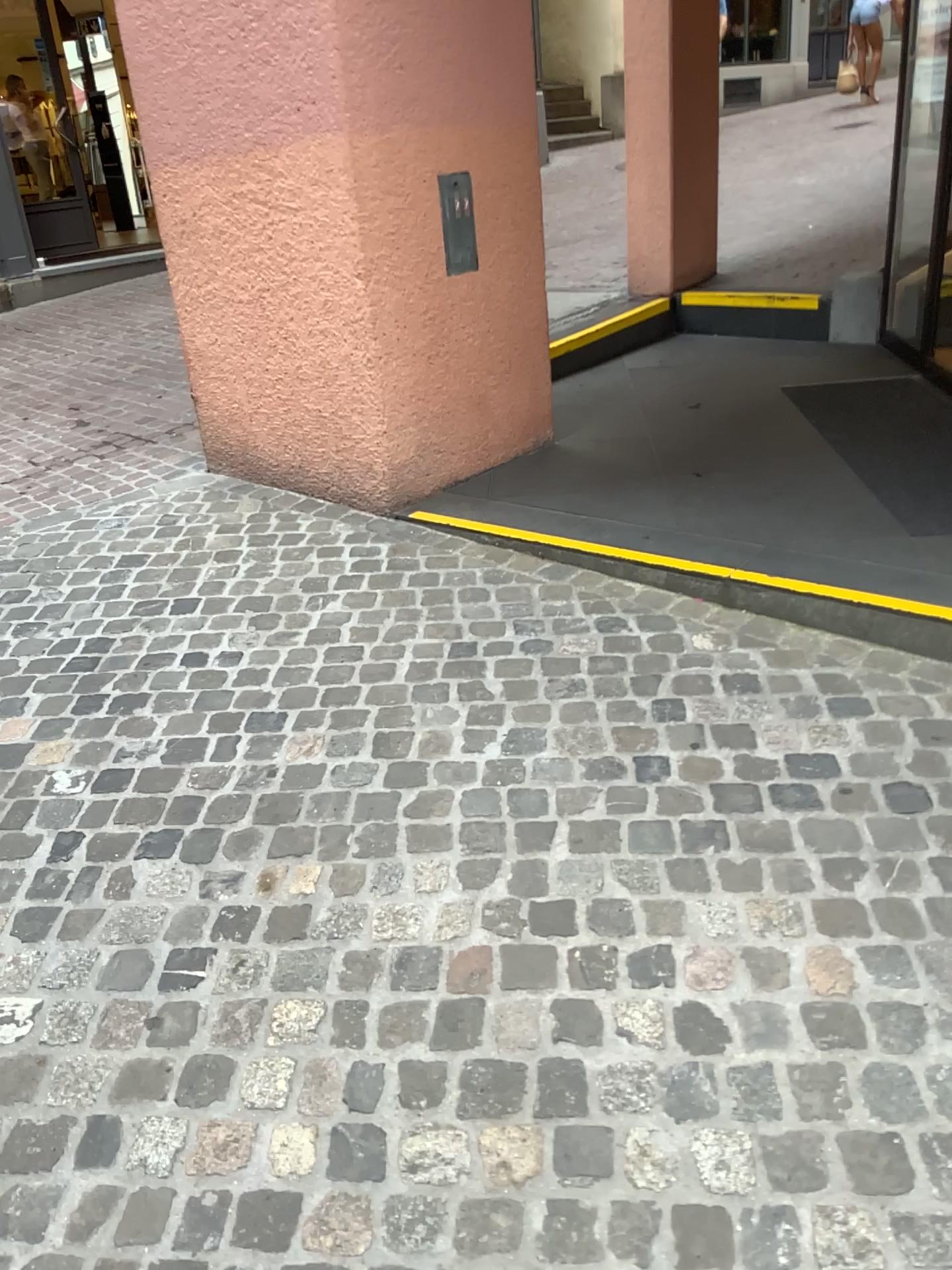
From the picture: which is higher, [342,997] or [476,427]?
[476,427]
